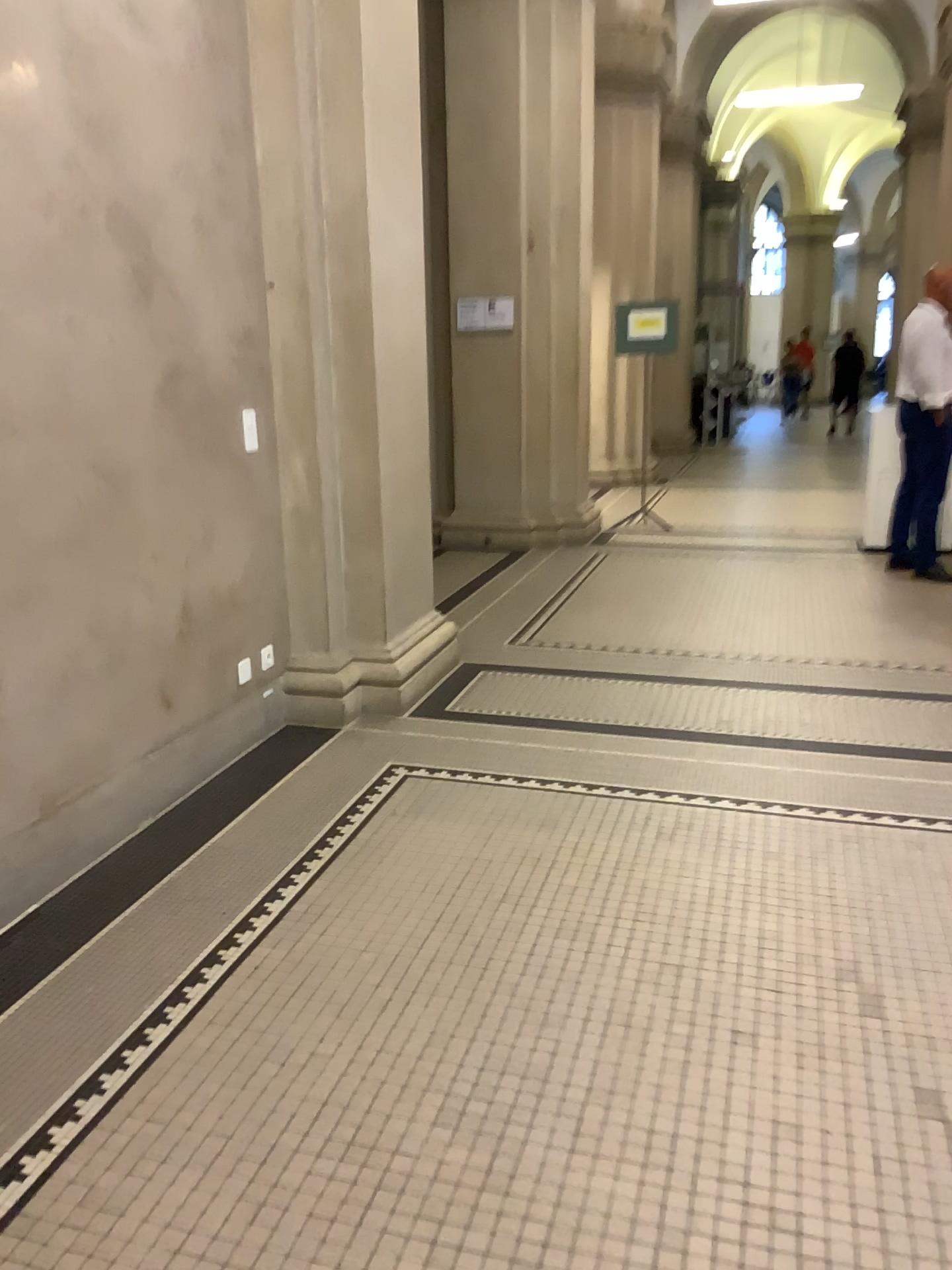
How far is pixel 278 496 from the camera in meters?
4.1 m
